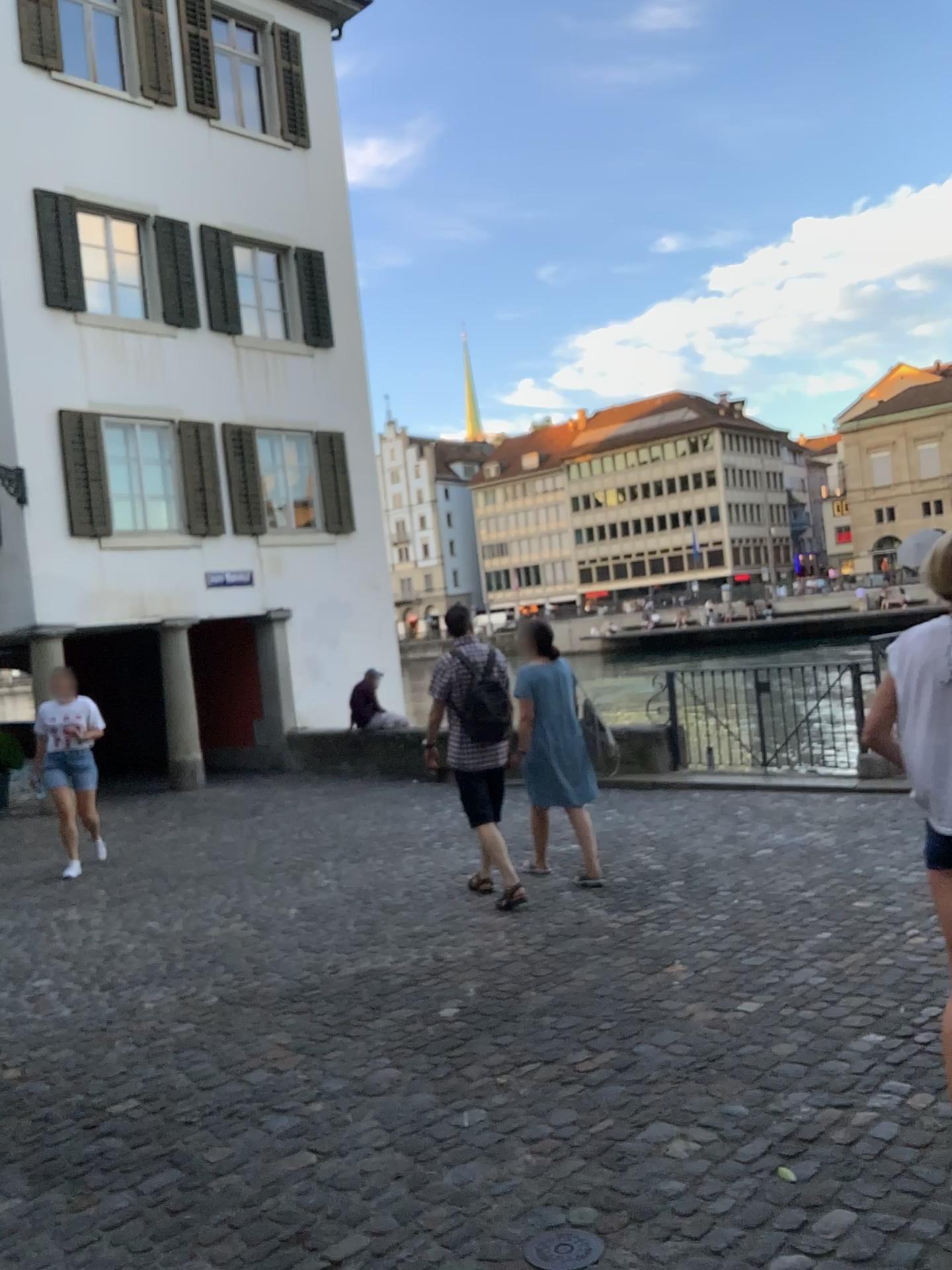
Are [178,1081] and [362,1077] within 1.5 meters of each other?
yes

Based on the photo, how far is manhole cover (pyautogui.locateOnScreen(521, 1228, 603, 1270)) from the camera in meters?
2.4

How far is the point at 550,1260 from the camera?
Result: 2.4m
